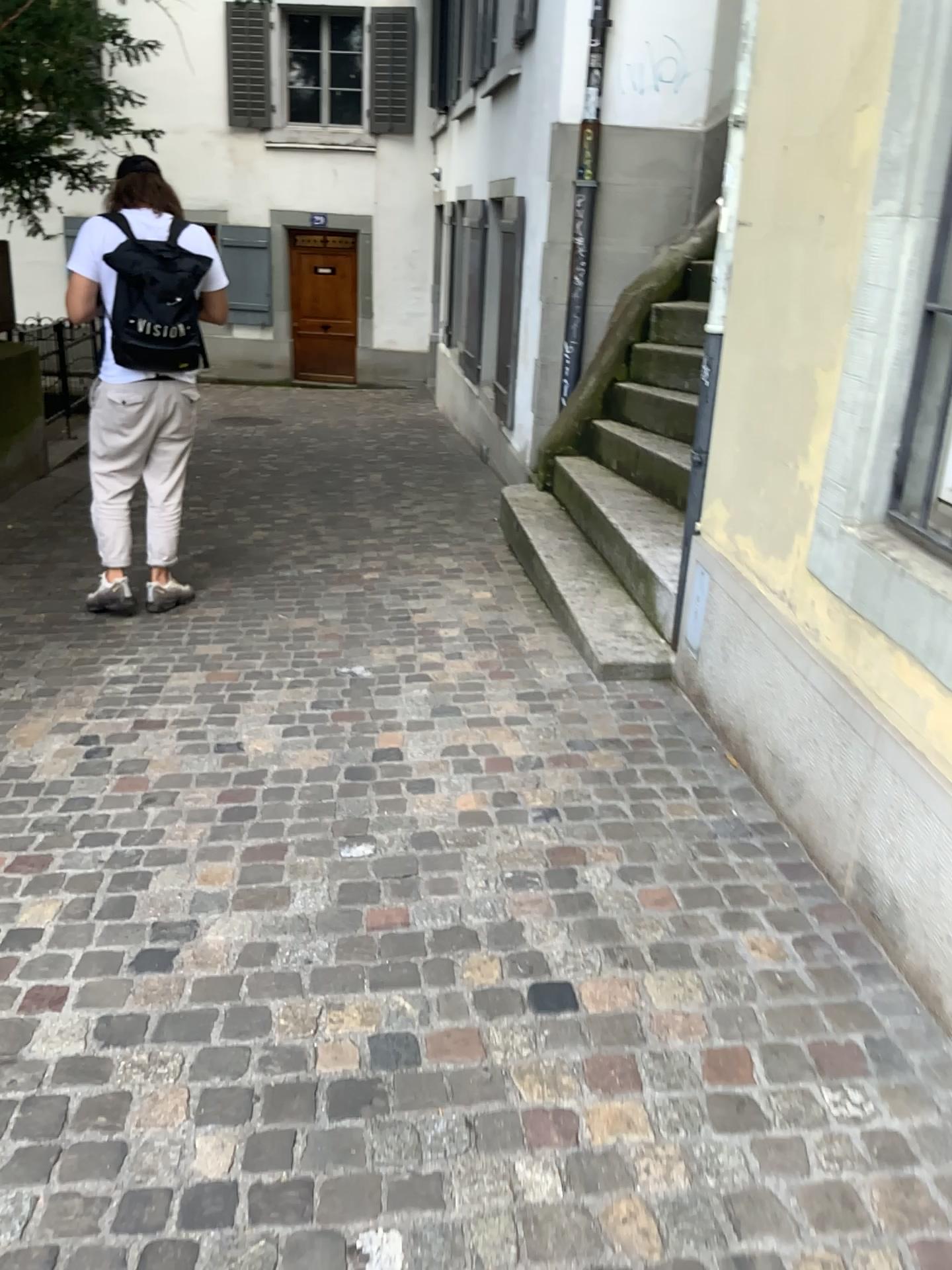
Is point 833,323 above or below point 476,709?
above
